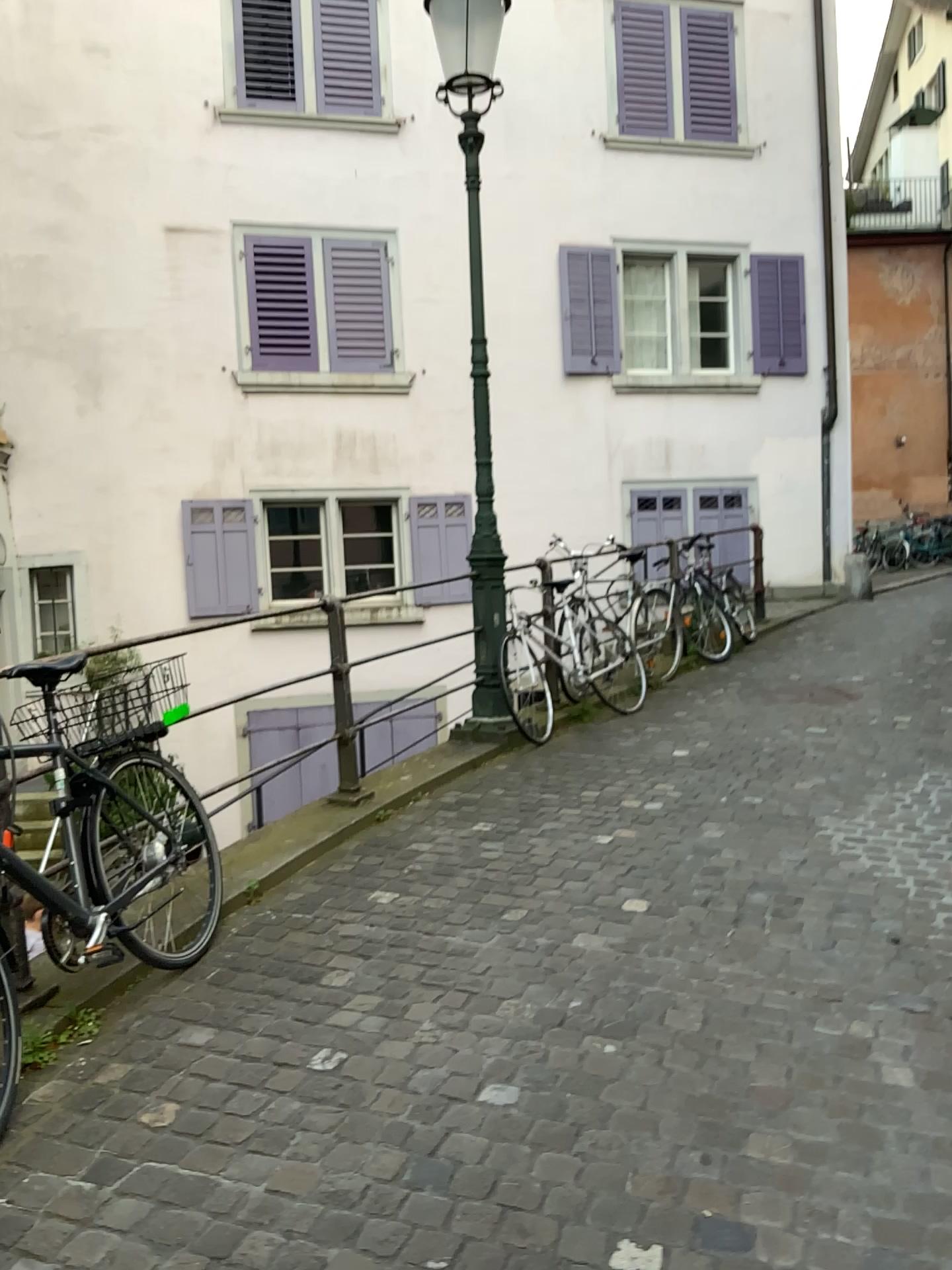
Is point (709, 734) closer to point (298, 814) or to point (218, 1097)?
point (298, 814)
